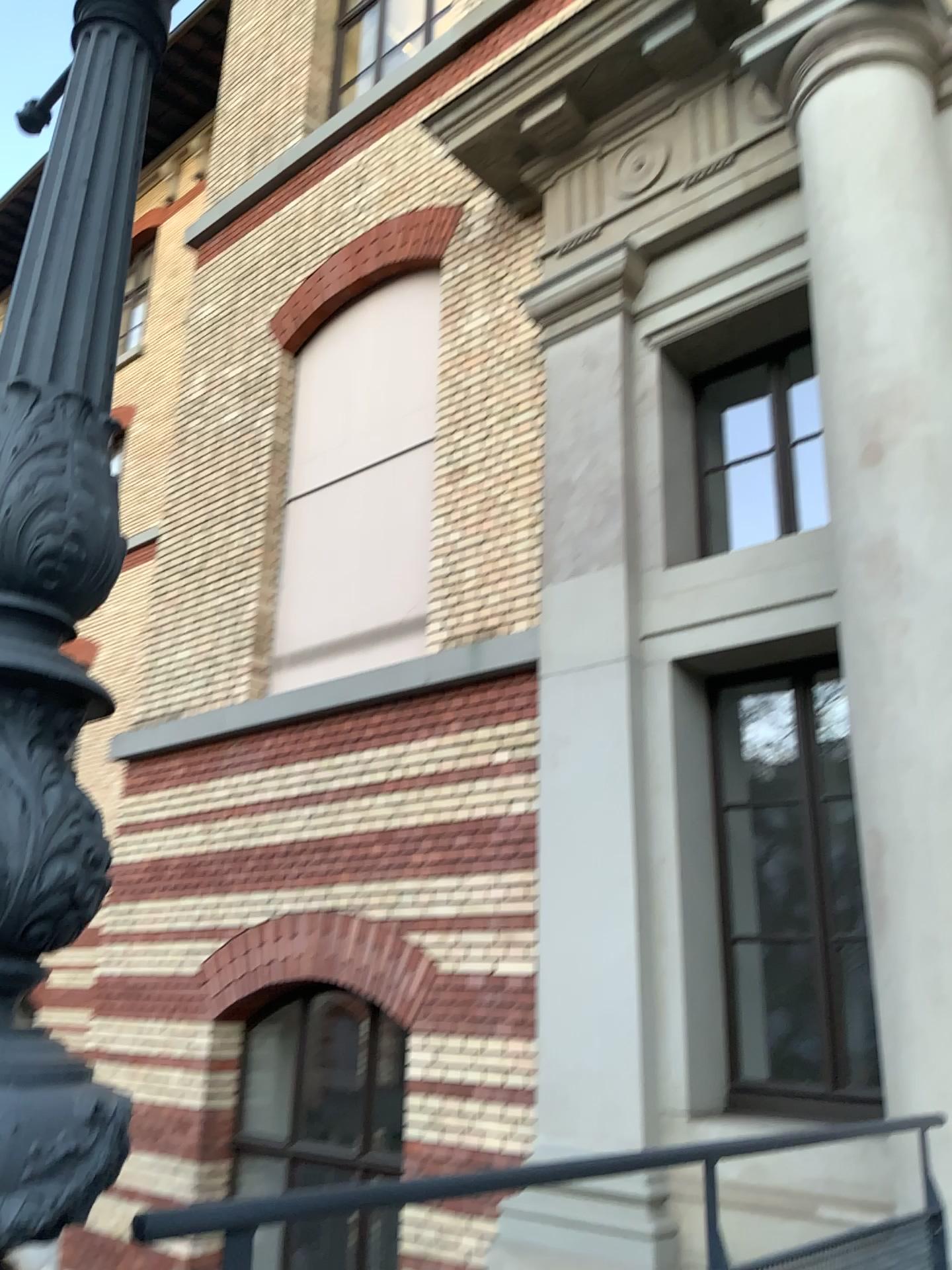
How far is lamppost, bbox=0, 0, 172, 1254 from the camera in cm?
93

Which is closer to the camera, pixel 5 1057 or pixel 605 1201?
pixel 5 1057

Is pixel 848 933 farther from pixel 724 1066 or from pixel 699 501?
pixel 699 501

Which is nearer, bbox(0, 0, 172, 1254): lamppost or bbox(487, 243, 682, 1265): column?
bbox(0, 0, 172, 1254): lamppost

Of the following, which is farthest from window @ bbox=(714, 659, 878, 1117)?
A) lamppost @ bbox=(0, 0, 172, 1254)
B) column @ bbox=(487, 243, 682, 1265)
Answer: lamppost @ bbox=(0, 0, 172, 1254)

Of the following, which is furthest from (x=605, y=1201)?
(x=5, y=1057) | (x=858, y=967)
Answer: (x=5, y=1057)

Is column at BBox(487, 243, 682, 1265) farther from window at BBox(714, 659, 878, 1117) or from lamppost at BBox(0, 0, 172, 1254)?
lamppost at BBox(0, 0, 172, 1254)

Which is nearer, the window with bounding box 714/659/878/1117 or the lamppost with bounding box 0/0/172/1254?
the lamppost with bounding box 0/0/172/1254

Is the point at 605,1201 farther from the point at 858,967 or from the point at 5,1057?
the point at 5,1057
